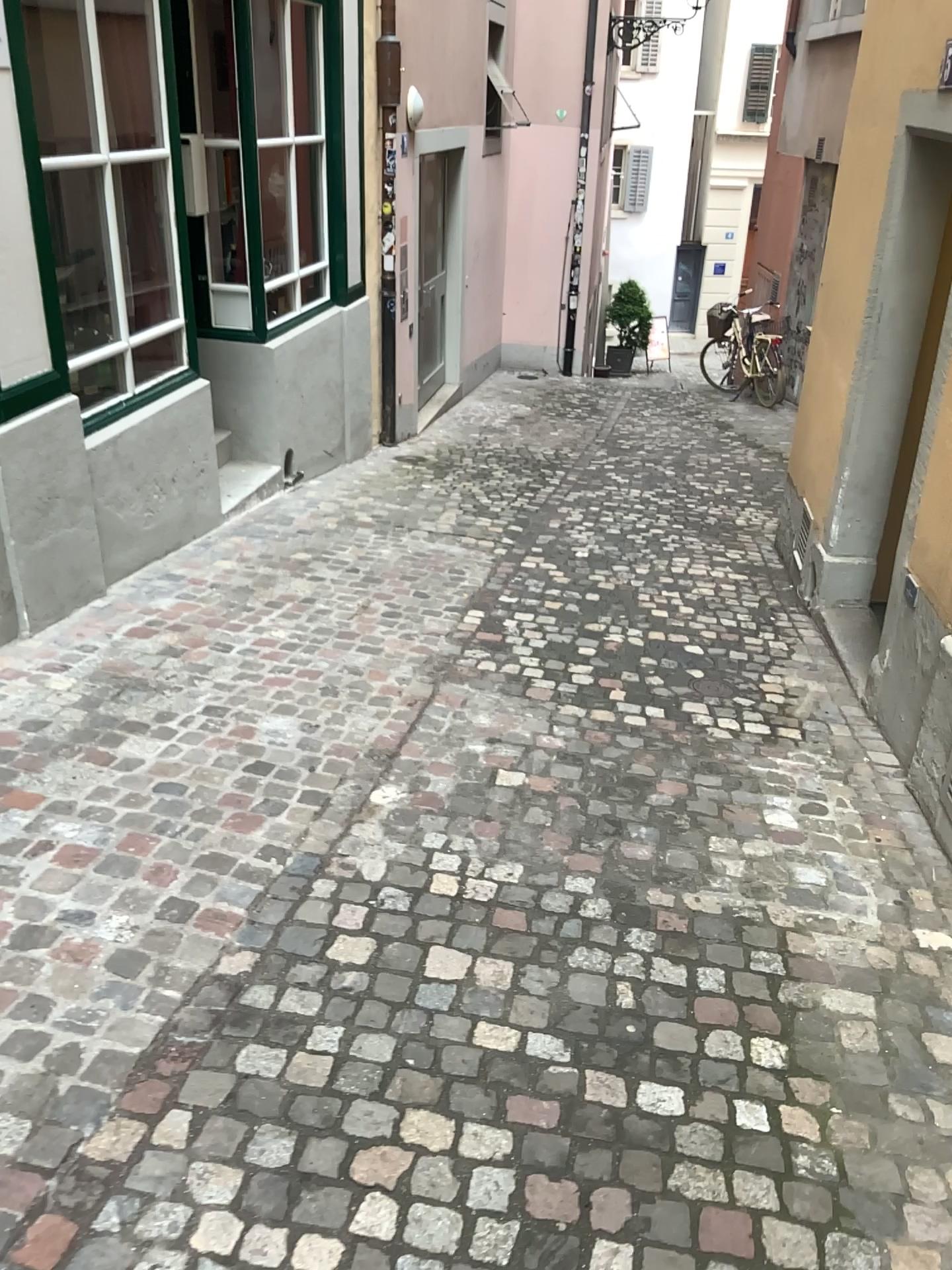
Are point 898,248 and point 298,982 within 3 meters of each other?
no
